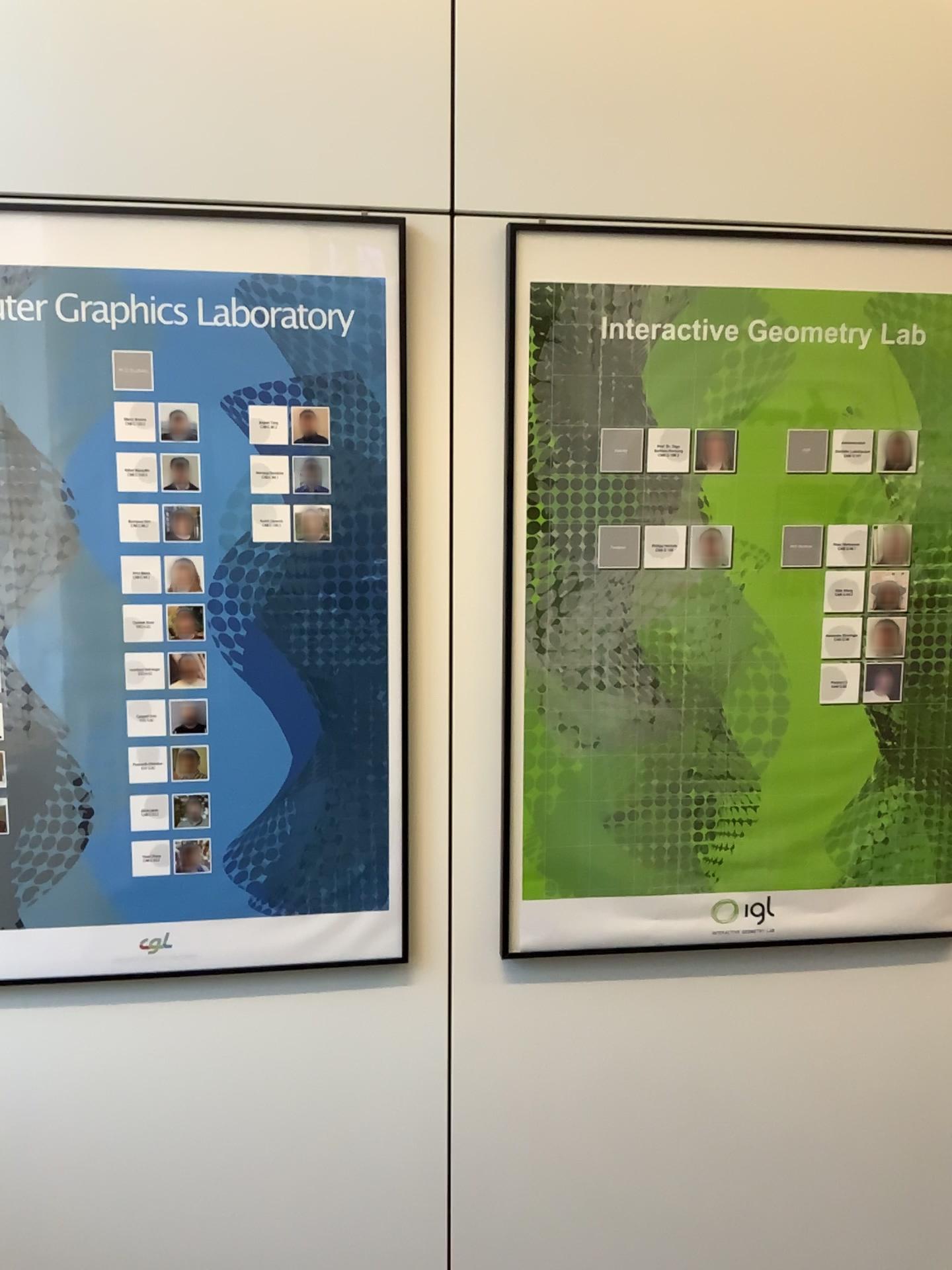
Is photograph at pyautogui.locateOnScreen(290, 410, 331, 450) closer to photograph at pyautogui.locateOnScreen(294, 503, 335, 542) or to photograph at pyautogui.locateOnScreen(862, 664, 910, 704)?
photograph at pyautogui.locateOnScreen(294, 503, 335, 542)

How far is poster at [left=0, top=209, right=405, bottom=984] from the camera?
1.7m

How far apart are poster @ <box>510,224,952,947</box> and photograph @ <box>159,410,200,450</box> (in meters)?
0.55

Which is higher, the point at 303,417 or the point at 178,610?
the point at 303,417

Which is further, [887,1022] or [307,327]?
[887,1022]

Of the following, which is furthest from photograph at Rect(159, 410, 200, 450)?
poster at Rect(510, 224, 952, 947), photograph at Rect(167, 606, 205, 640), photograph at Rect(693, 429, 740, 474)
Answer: photograph at Rect(693, 429, 740, 474)

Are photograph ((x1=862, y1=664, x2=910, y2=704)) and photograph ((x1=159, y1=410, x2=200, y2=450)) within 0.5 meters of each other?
no

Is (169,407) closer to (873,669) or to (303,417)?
(303,417)

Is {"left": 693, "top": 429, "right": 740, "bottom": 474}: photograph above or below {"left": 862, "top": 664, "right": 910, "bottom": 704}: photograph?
above

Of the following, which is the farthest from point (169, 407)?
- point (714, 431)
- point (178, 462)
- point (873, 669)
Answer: point (873, 669)
